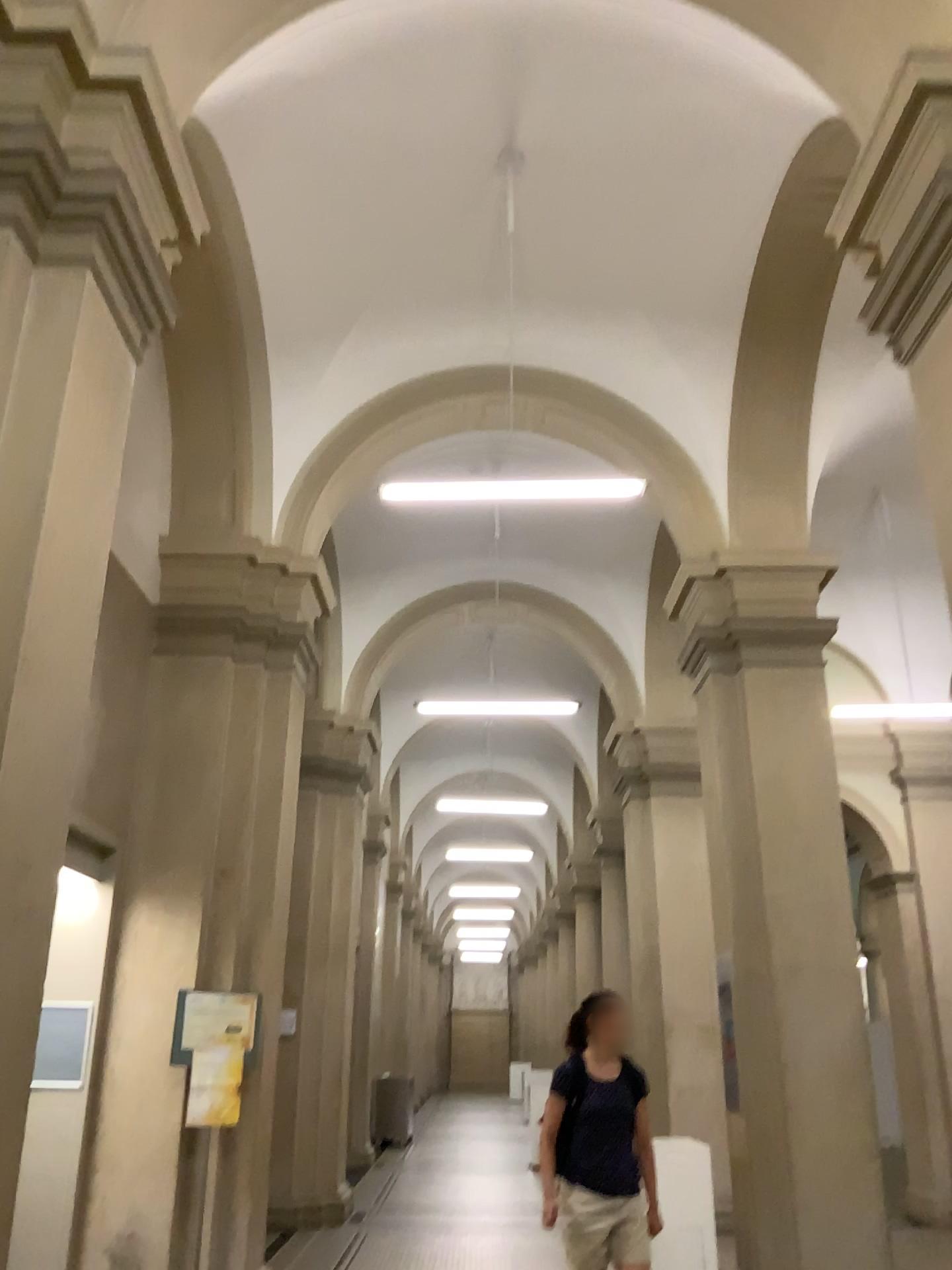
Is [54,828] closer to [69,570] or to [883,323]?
[69,570]
